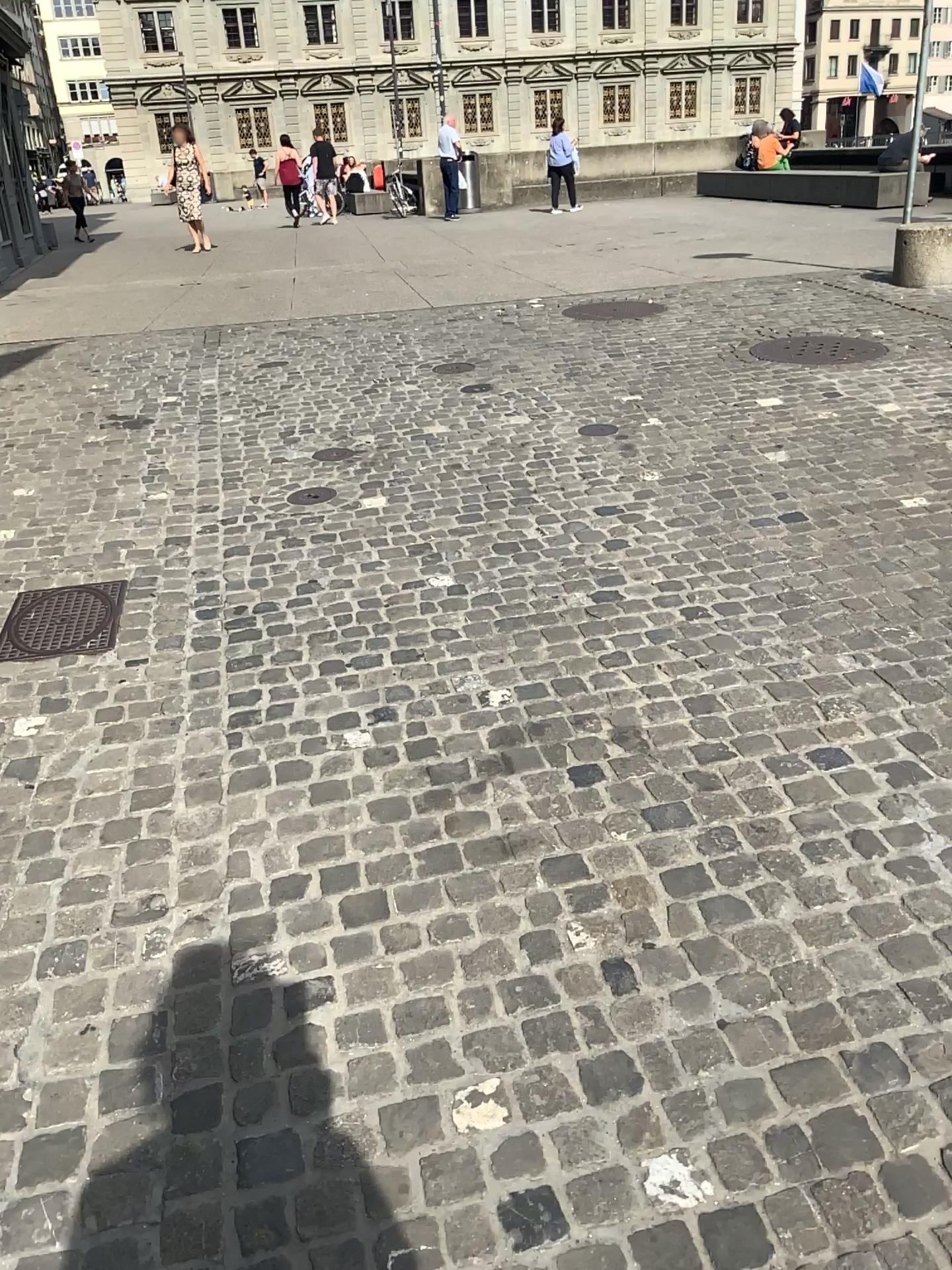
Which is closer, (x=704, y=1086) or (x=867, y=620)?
(x=704, y=1086)
